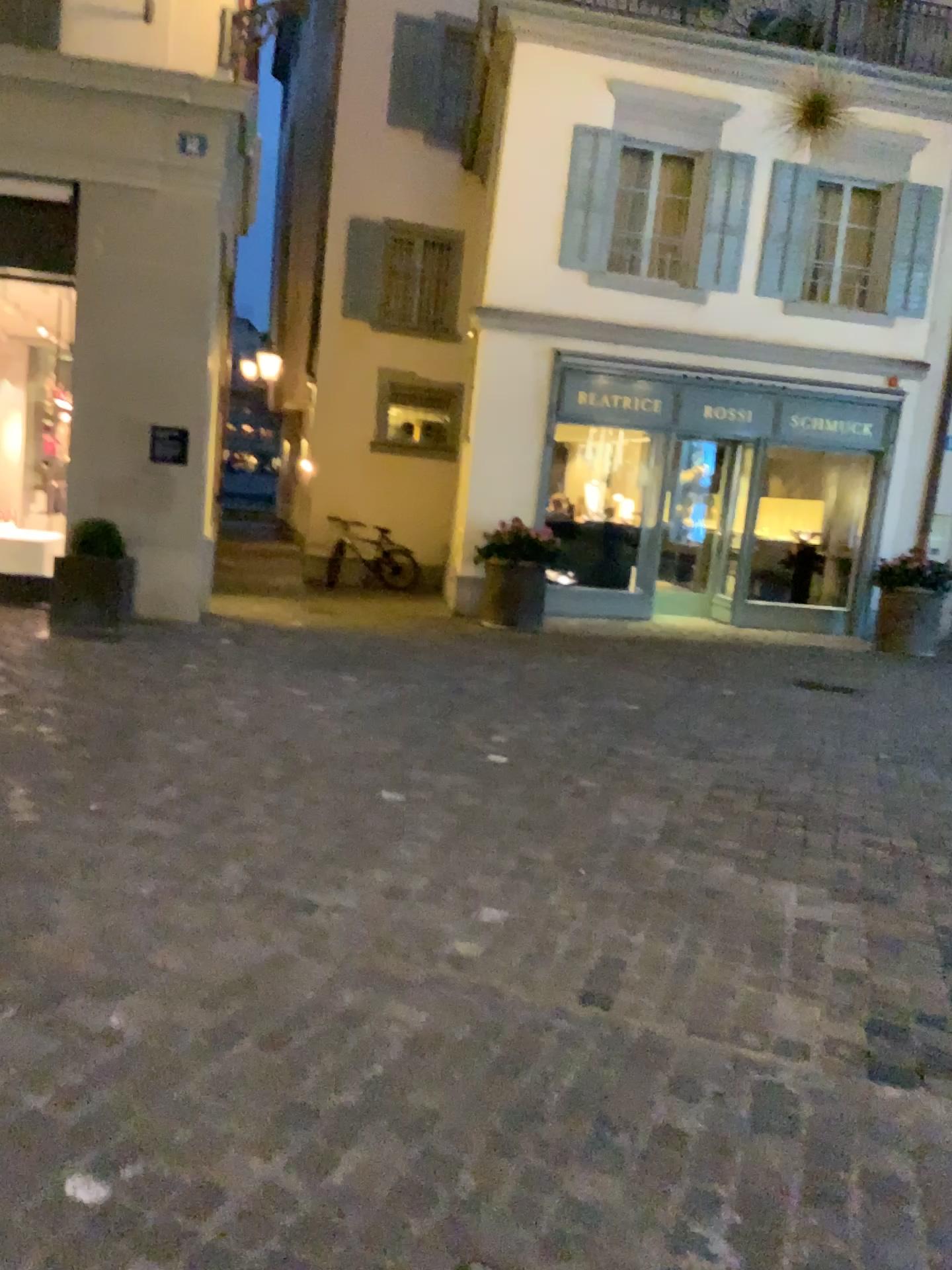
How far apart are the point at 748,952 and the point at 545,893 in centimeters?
67cm
